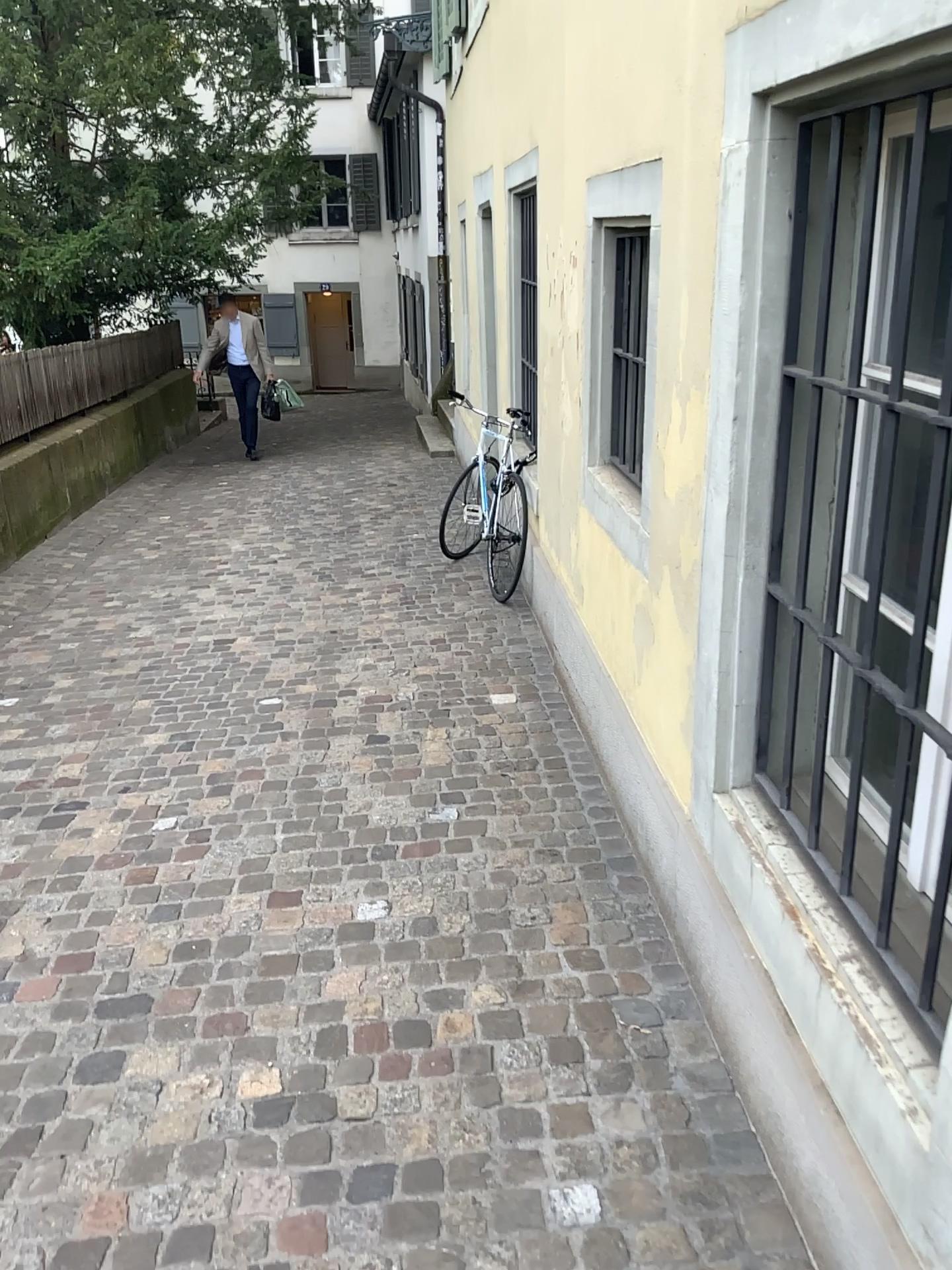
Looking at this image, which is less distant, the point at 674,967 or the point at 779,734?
the point at 779,734
